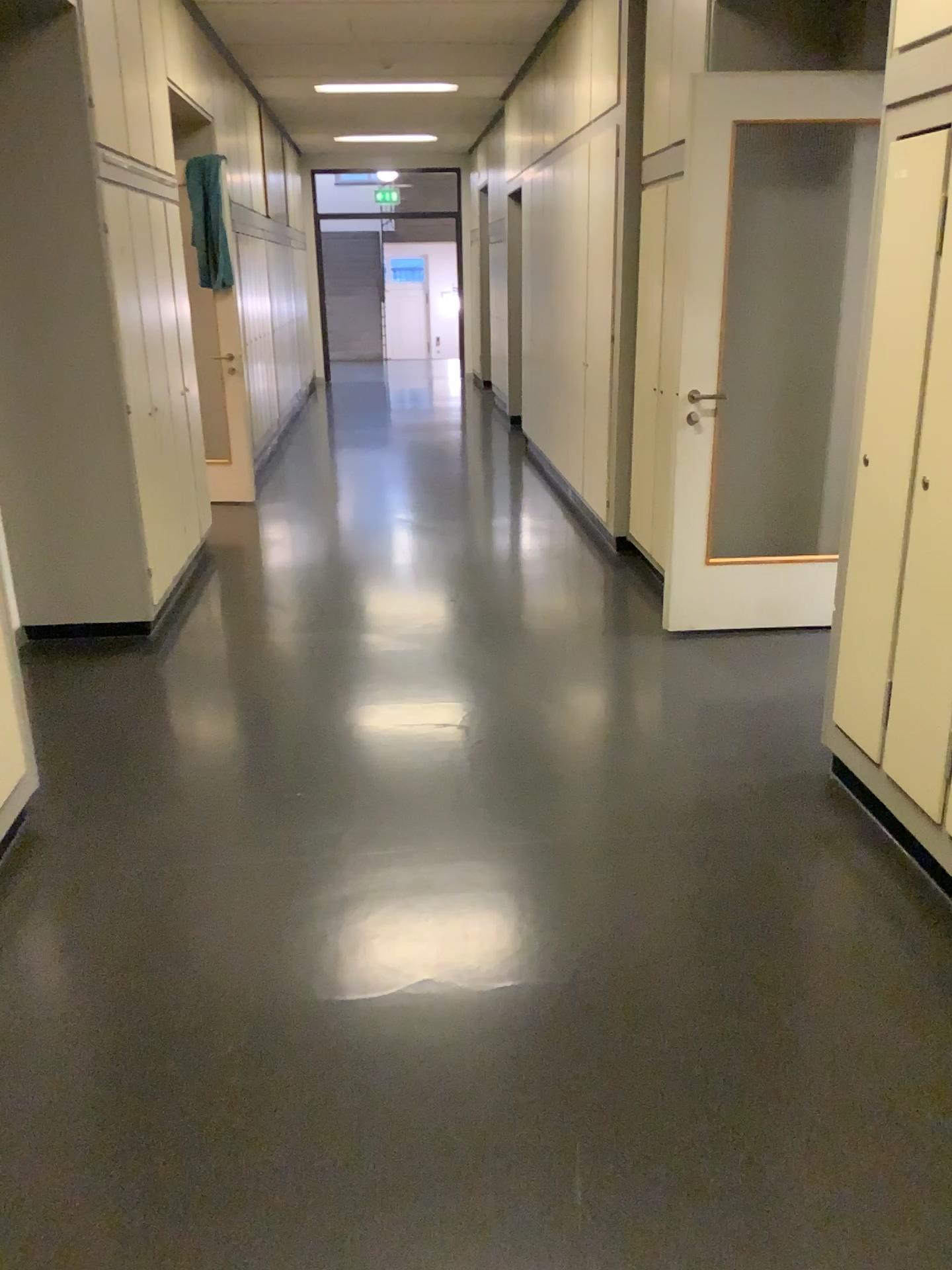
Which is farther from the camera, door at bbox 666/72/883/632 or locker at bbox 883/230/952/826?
door at bbox 666/72/883/632

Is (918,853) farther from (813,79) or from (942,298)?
Result: (813,79)

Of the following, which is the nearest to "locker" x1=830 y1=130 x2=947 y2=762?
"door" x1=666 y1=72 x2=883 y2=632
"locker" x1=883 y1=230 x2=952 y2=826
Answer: "locker" x1=883 y1=230 x2=952 y2=826

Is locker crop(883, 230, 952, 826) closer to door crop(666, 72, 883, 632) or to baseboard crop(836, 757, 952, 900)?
baseboard crop(836, 757, 952, 900)

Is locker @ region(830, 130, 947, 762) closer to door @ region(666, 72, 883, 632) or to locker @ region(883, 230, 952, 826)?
locker @ region(883, 230, 952, 826)

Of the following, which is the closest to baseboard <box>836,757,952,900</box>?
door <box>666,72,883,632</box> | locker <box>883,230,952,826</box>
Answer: locker <box>883,230,952,826</box>

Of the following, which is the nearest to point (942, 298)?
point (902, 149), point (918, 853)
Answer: point (902, 149)

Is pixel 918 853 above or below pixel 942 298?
below

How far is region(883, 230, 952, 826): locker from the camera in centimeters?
249cm

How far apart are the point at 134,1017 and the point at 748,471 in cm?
331
